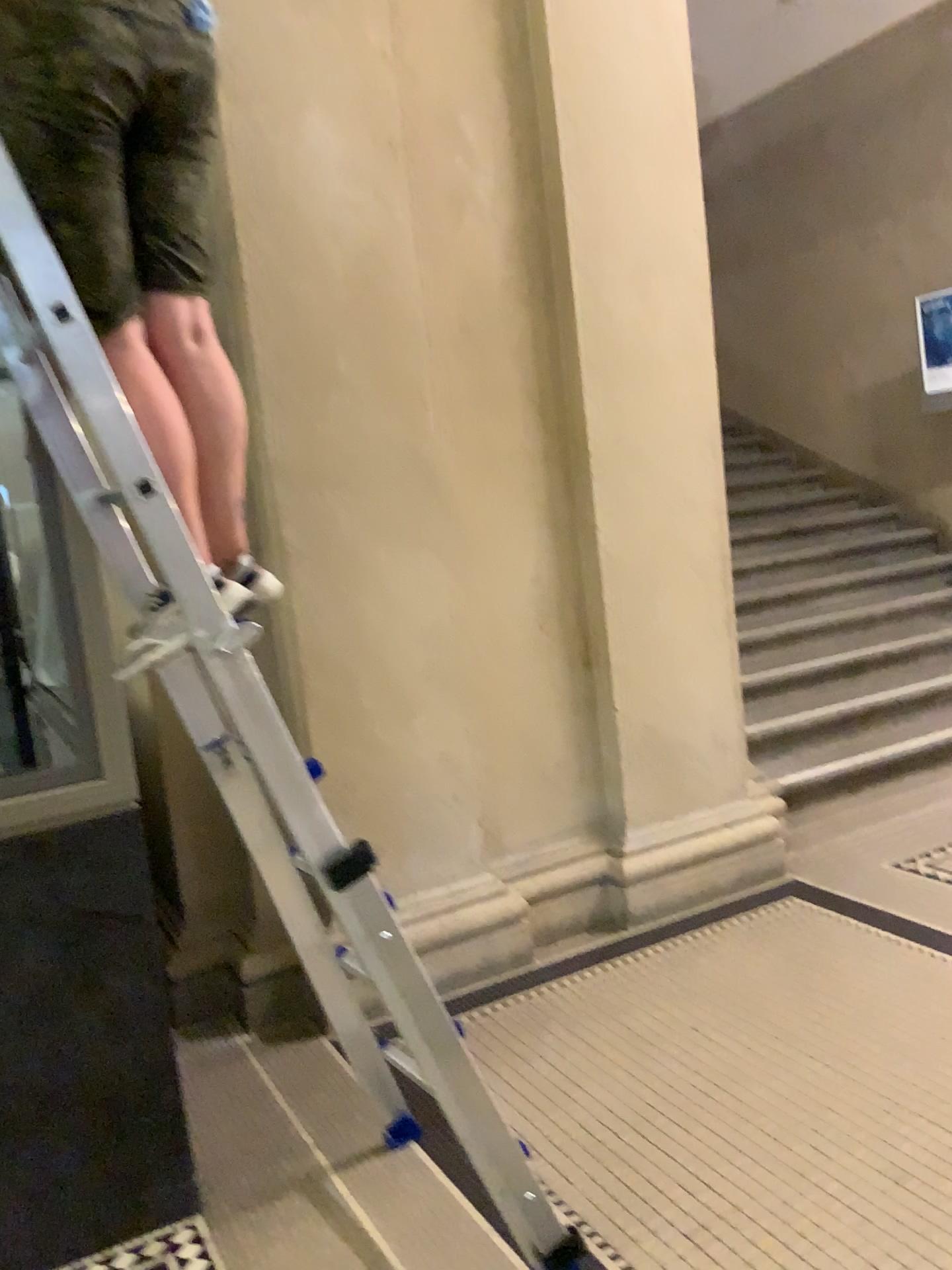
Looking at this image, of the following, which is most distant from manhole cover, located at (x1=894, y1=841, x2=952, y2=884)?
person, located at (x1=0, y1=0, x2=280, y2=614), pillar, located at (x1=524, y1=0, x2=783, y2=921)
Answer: person, located at (x1=0, y1=0, x2=280, y2=614)

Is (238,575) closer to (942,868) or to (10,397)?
(10,397)

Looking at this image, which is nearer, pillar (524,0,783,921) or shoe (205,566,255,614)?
shoe (205,566,255,614)

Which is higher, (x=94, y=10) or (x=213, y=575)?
(x=94, y=10)

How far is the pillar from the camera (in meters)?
3.42

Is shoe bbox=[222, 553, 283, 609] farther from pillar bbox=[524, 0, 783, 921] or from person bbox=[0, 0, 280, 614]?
pillar bbox=[524, 0, 783, 921]

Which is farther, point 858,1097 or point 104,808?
point 858,1097

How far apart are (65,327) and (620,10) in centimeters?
253cm

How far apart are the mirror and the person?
0.39m

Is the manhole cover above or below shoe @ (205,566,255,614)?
below
